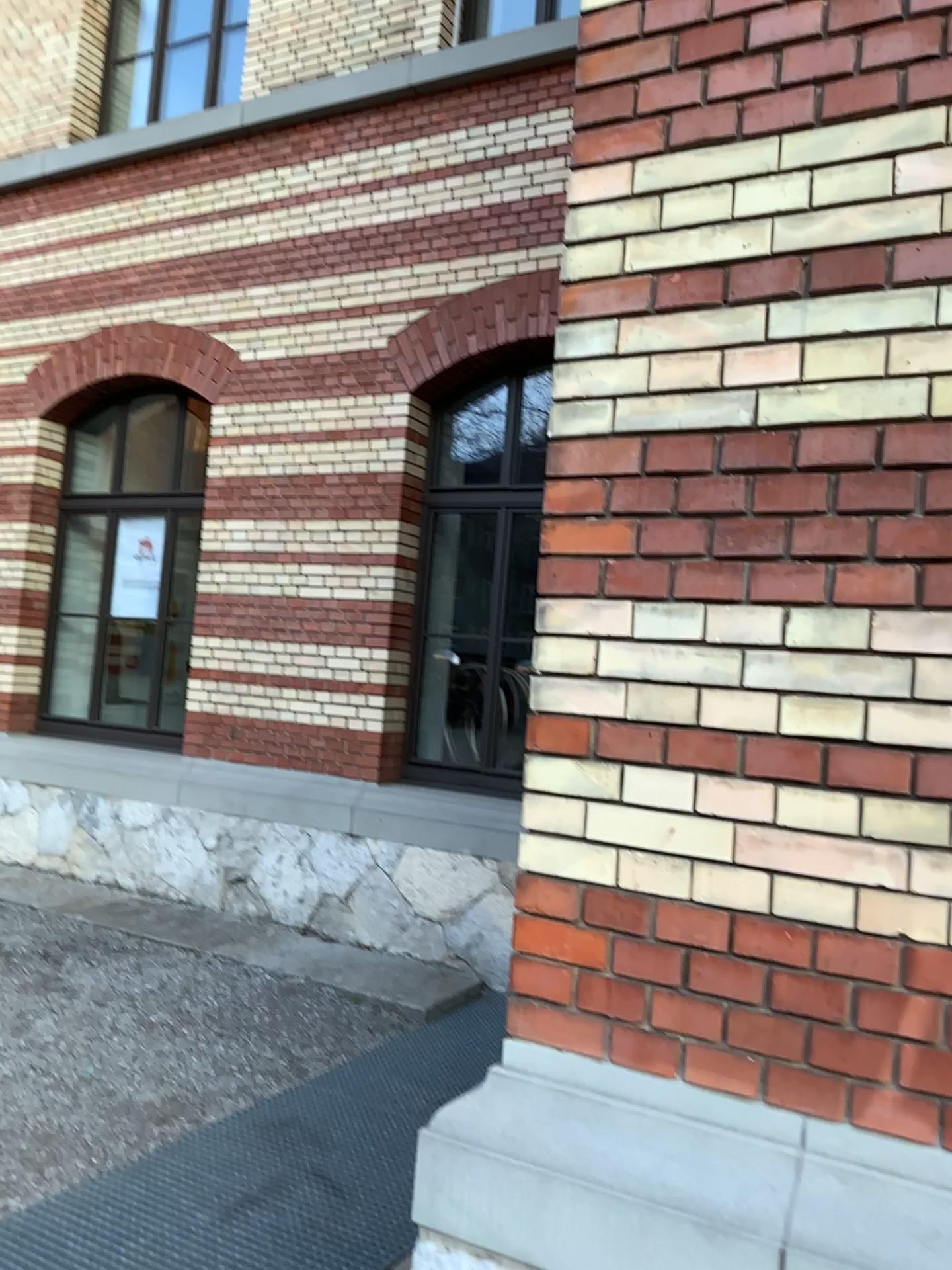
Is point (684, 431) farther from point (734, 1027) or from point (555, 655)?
point (734, 1027)
